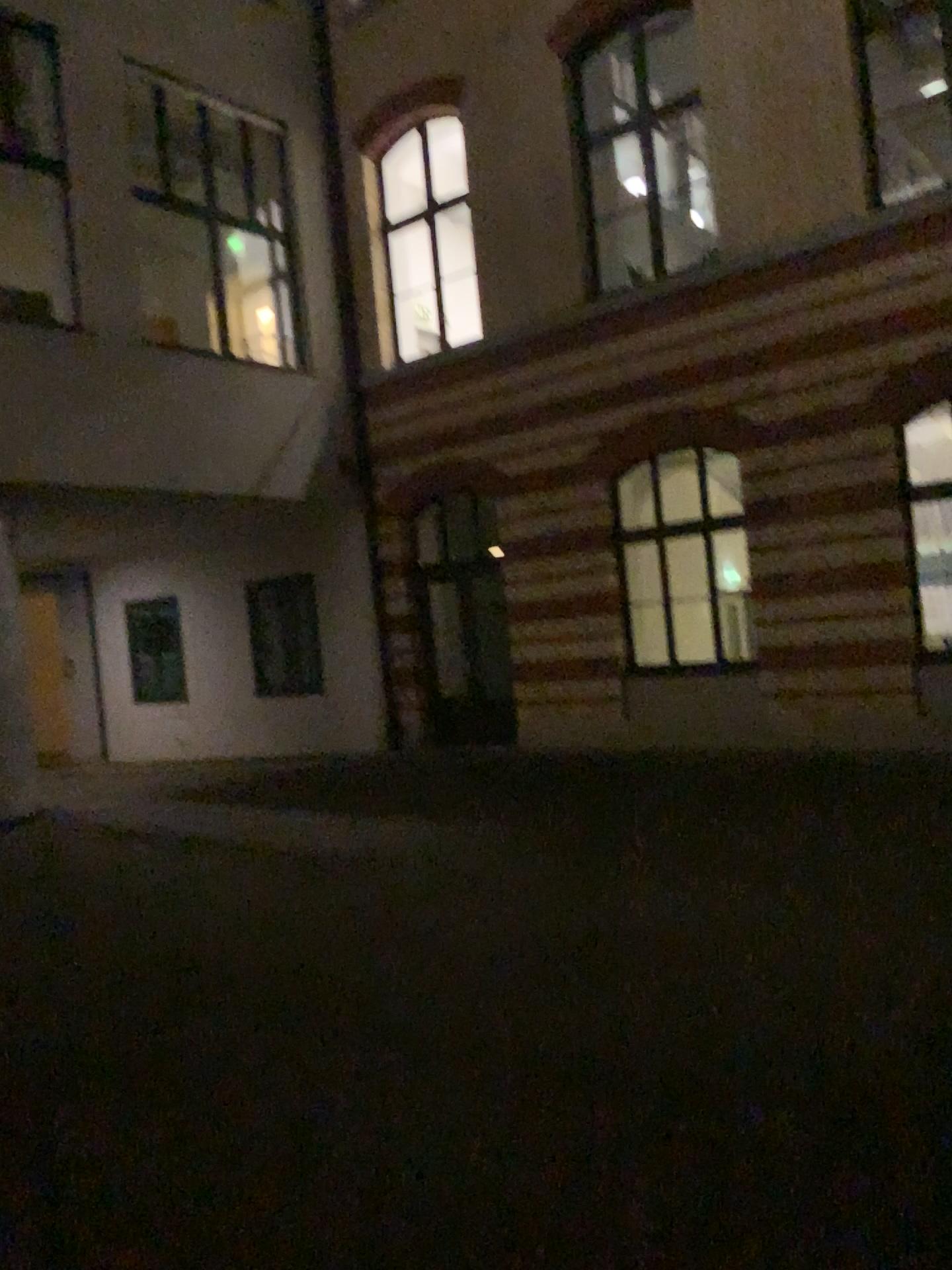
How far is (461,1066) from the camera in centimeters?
406cm
